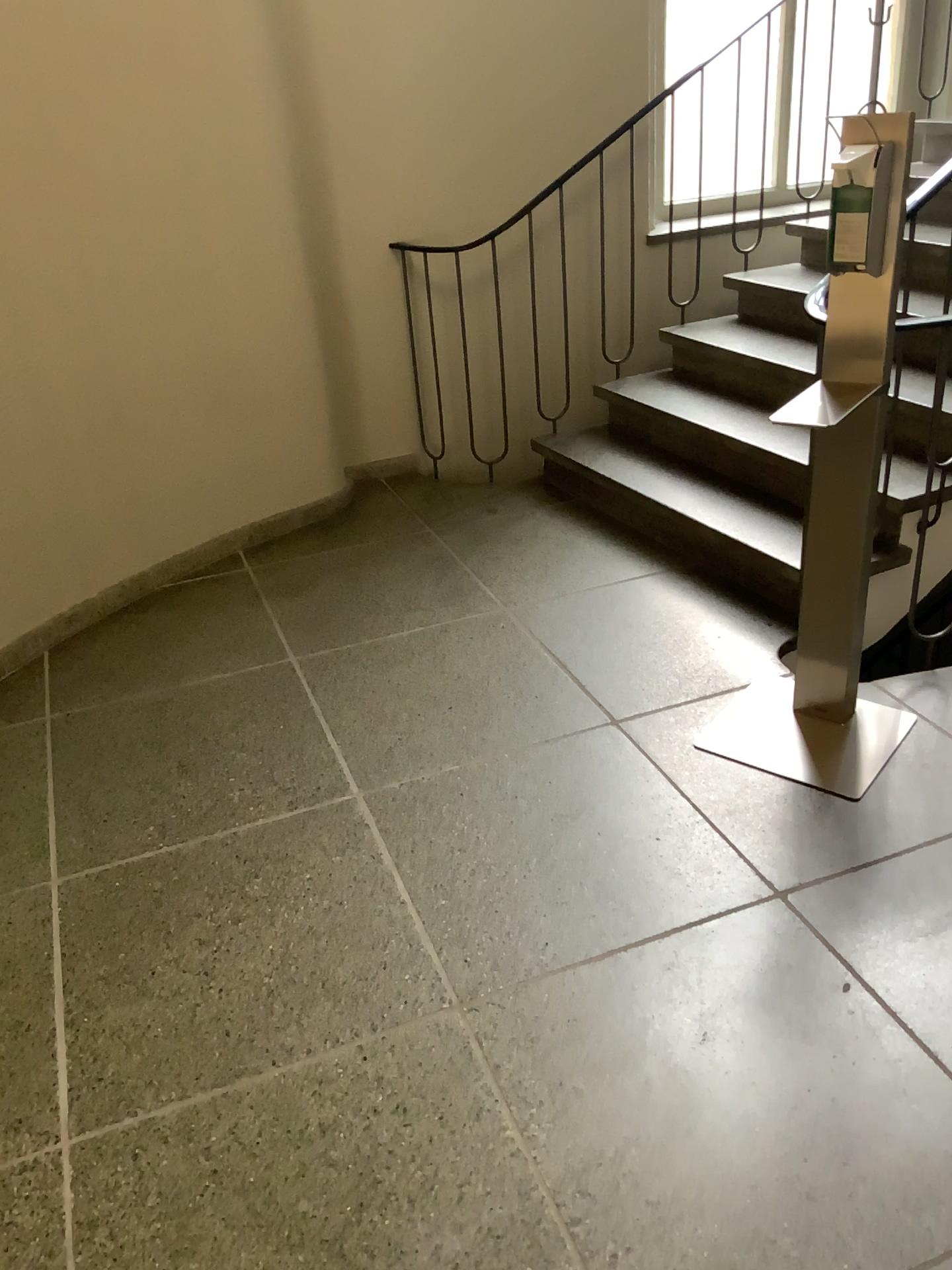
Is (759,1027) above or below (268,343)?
below

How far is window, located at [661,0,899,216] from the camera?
4.1 meters

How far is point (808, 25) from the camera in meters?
4.1
